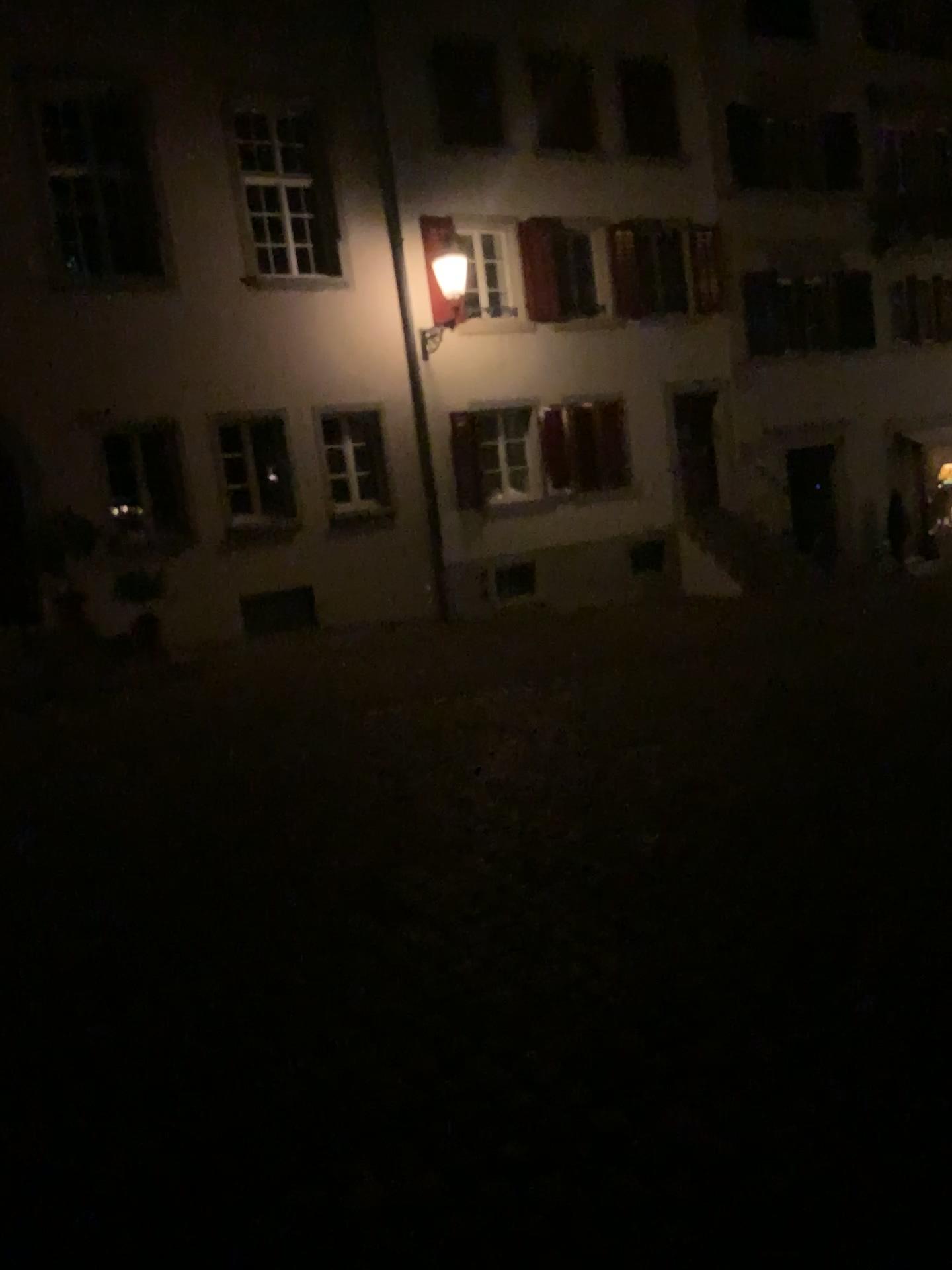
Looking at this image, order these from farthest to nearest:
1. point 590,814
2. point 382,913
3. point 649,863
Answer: point 590,814, point 649,863, point 382,913
